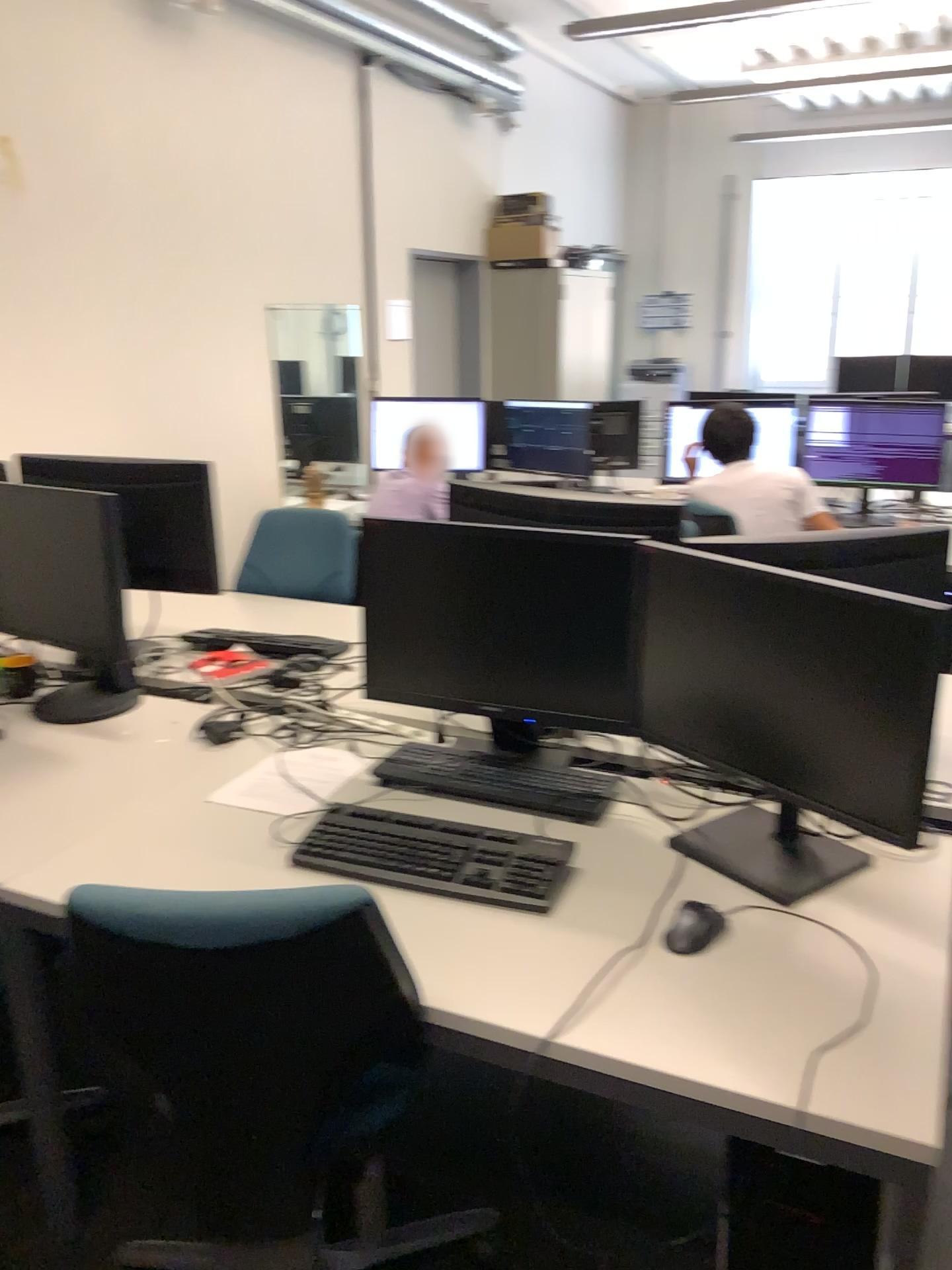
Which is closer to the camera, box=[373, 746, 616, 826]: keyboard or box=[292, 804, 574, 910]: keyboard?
box=[292, 804, 574, 910]: keyboard

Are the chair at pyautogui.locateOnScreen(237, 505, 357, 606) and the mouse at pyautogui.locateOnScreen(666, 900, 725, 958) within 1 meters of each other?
no

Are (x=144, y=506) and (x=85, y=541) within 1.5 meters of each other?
yes

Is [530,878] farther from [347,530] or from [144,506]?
[347,530]

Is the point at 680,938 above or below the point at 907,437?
below

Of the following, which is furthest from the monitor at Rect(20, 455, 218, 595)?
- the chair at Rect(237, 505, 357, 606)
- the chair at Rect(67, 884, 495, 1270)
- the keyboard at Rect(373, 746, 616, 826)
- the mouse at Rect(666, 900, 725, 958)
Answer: the mouse at Rect(666, 900, 725, 958)

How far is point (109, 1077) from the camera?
2.2m

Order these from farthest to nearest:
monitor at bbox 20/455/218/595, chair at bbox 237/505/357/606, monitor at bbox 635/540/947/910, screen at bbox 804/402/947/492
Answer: screen at bbox 804/402/947/492 < chair at bbox 237/505/357/606 < monitor at bbox 20/455/218/595 < monitor at bbox 635/540/947/910

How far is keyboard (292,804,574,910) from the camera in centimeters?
165cm

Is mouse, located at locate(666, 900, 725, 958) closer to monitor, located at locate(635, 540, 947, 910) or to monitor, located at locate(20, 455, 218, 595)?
monitor, located at locate(635, 540, 947, 910)
